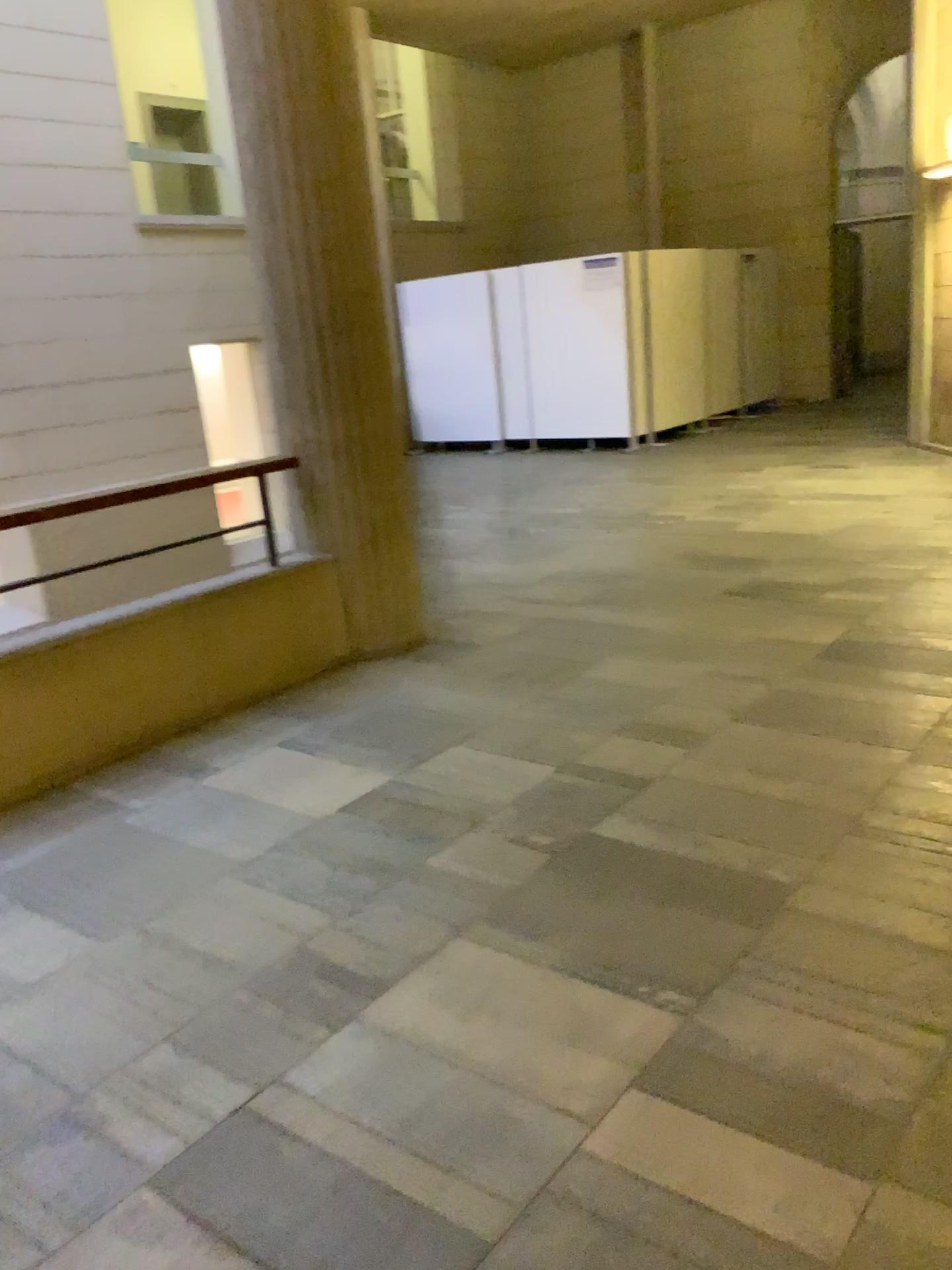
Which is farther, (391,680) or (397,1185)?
(391,680)
